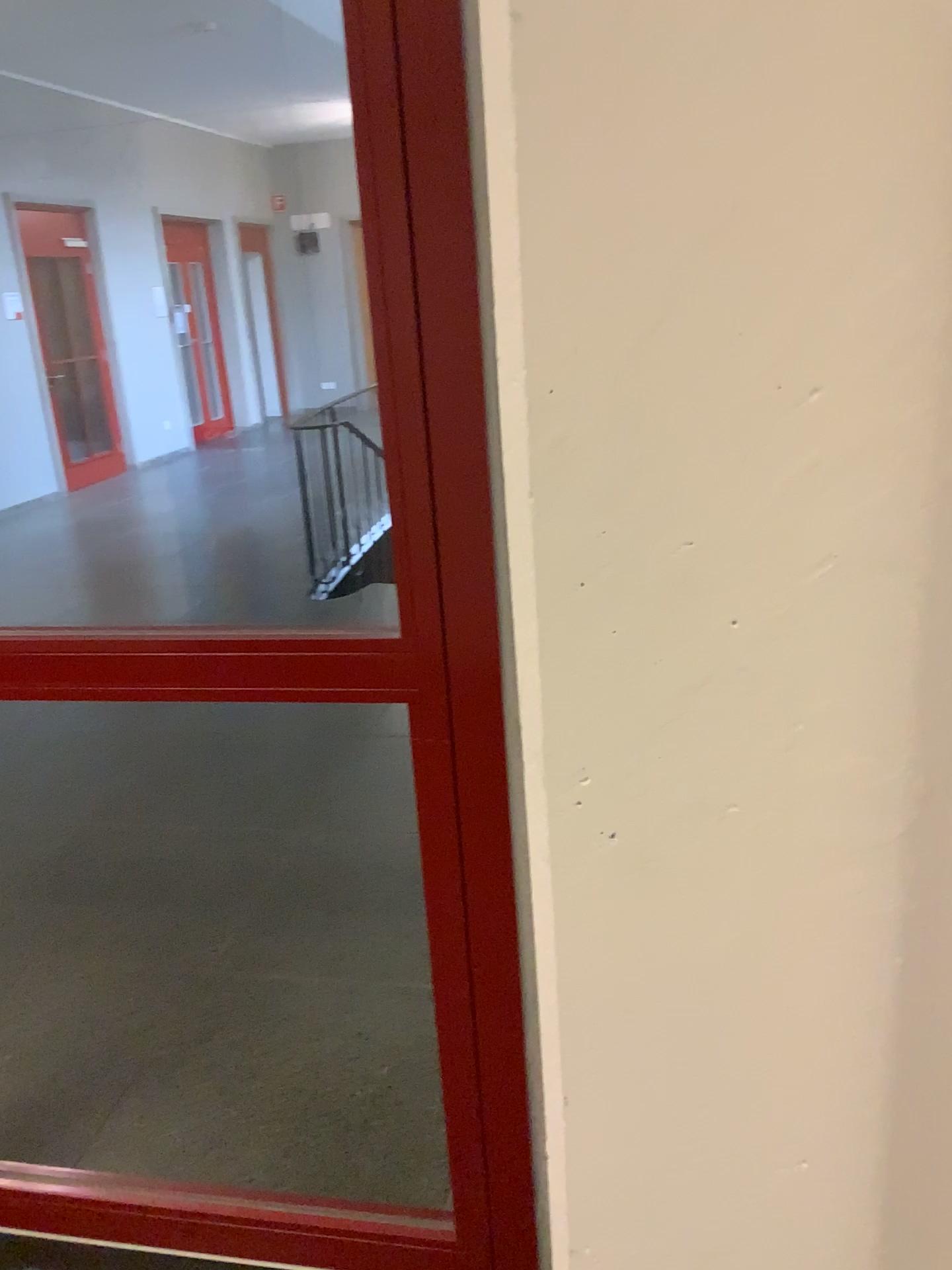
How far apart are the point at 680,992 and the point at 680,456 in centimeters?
37cm
